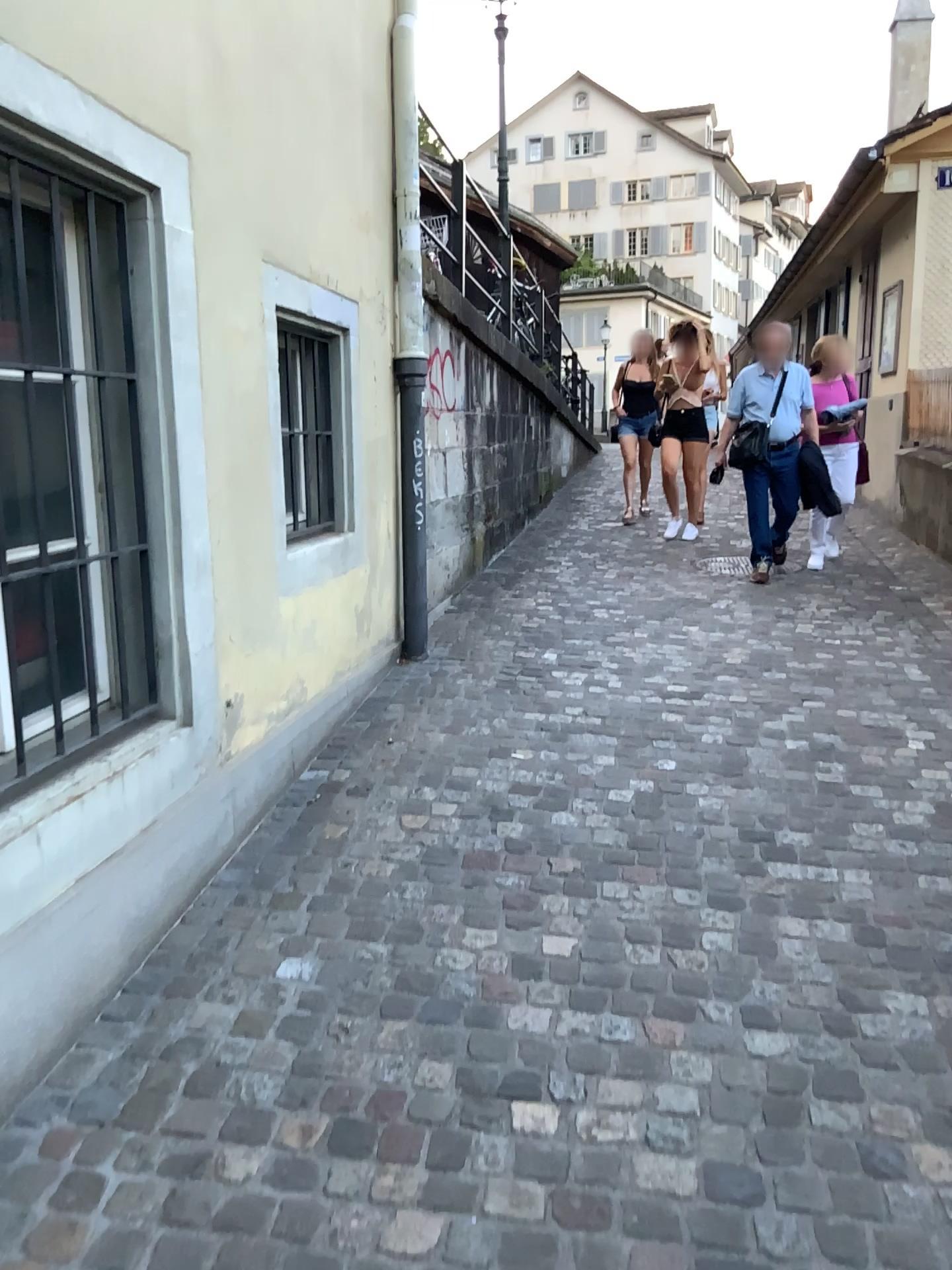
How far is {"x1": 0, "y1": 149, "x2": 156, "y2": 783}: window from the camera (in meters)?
2.36

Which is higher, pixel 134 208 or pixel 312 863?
pixel 134 208

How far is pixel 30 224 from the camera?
2.4m
